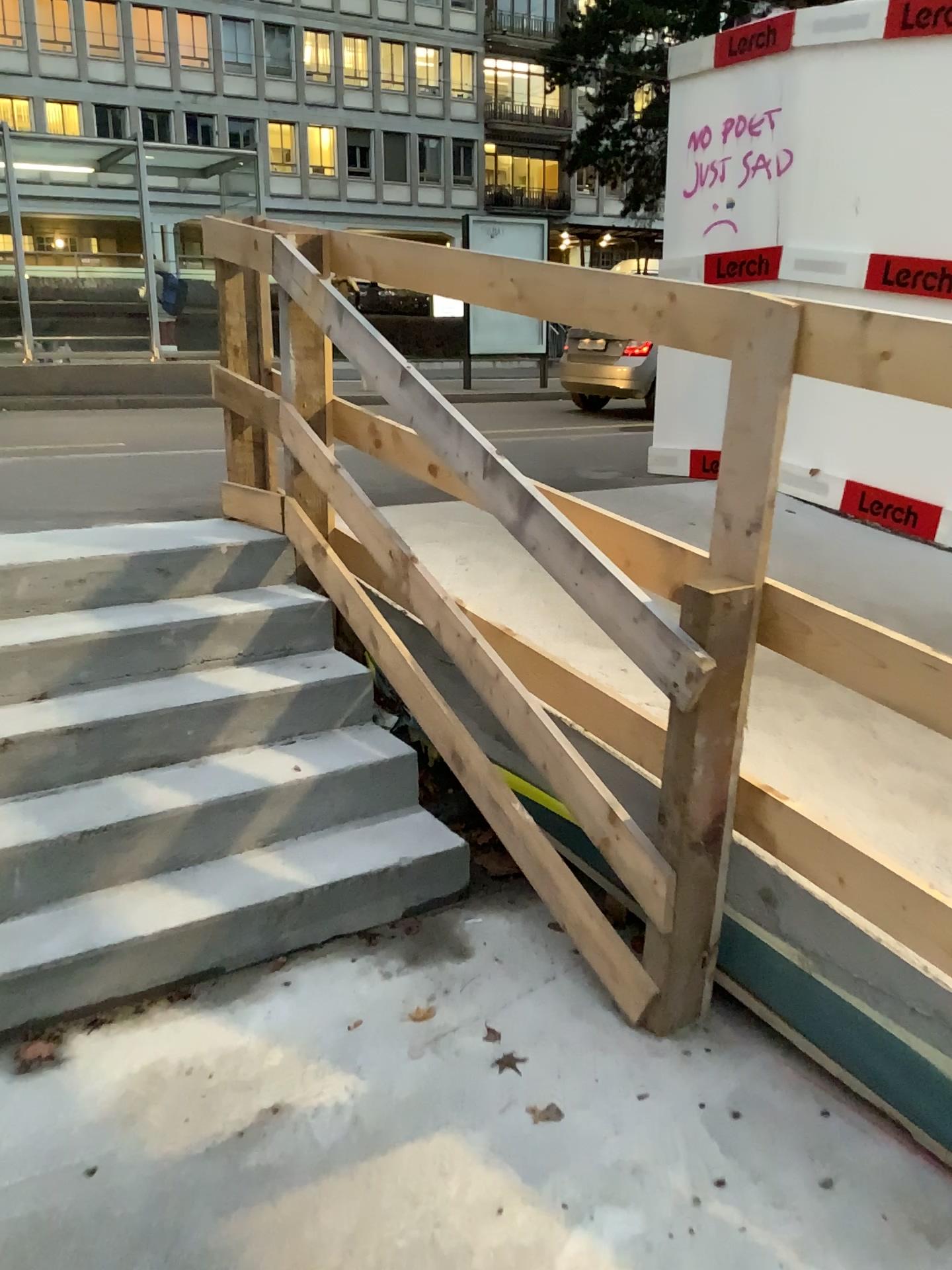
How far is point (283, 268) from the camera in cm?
320
